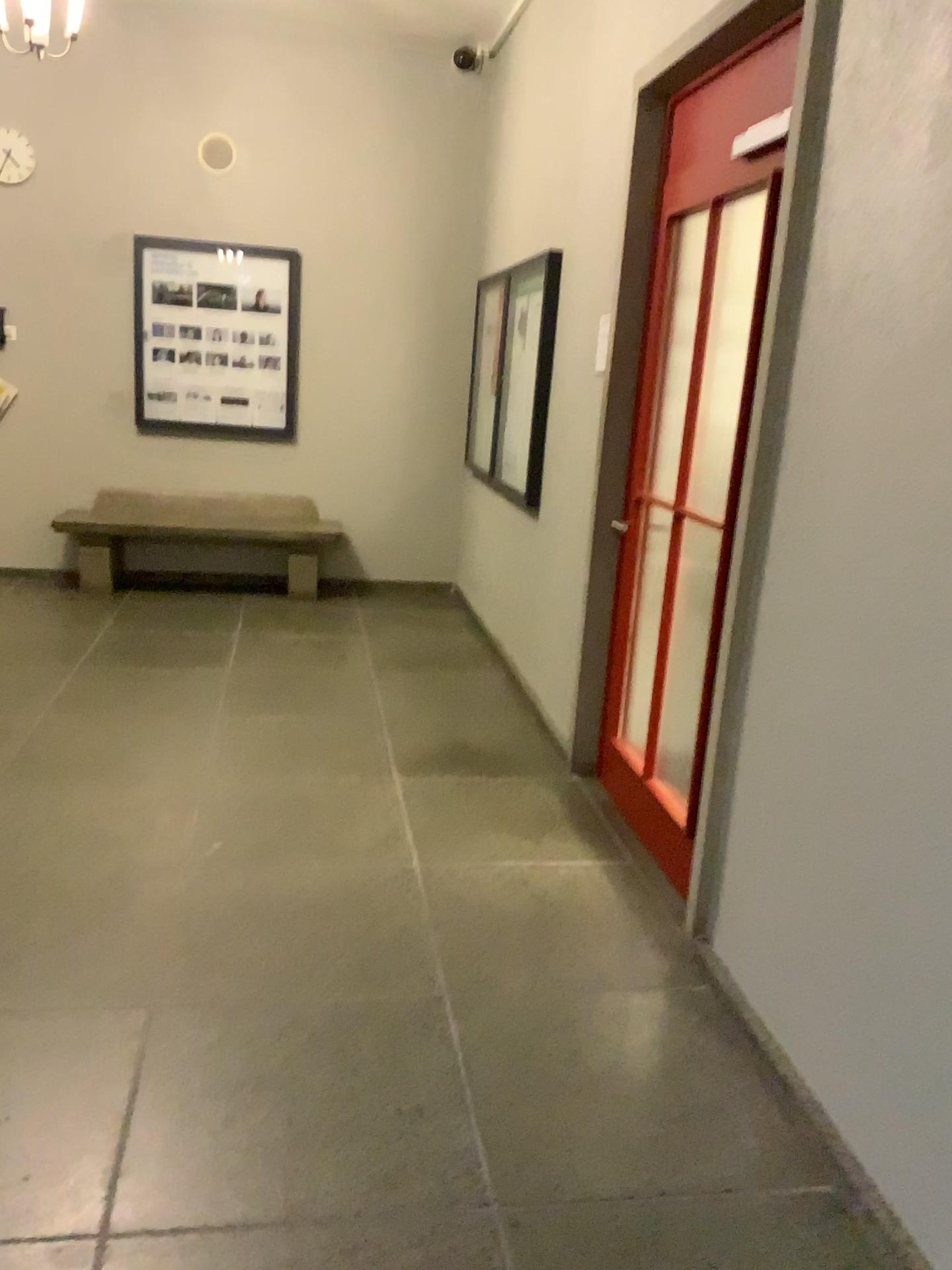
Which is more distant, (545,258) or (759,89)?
(545,258)

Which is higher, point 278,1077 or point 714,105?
point 714,105

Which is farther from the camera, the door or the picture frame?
the picture frame
